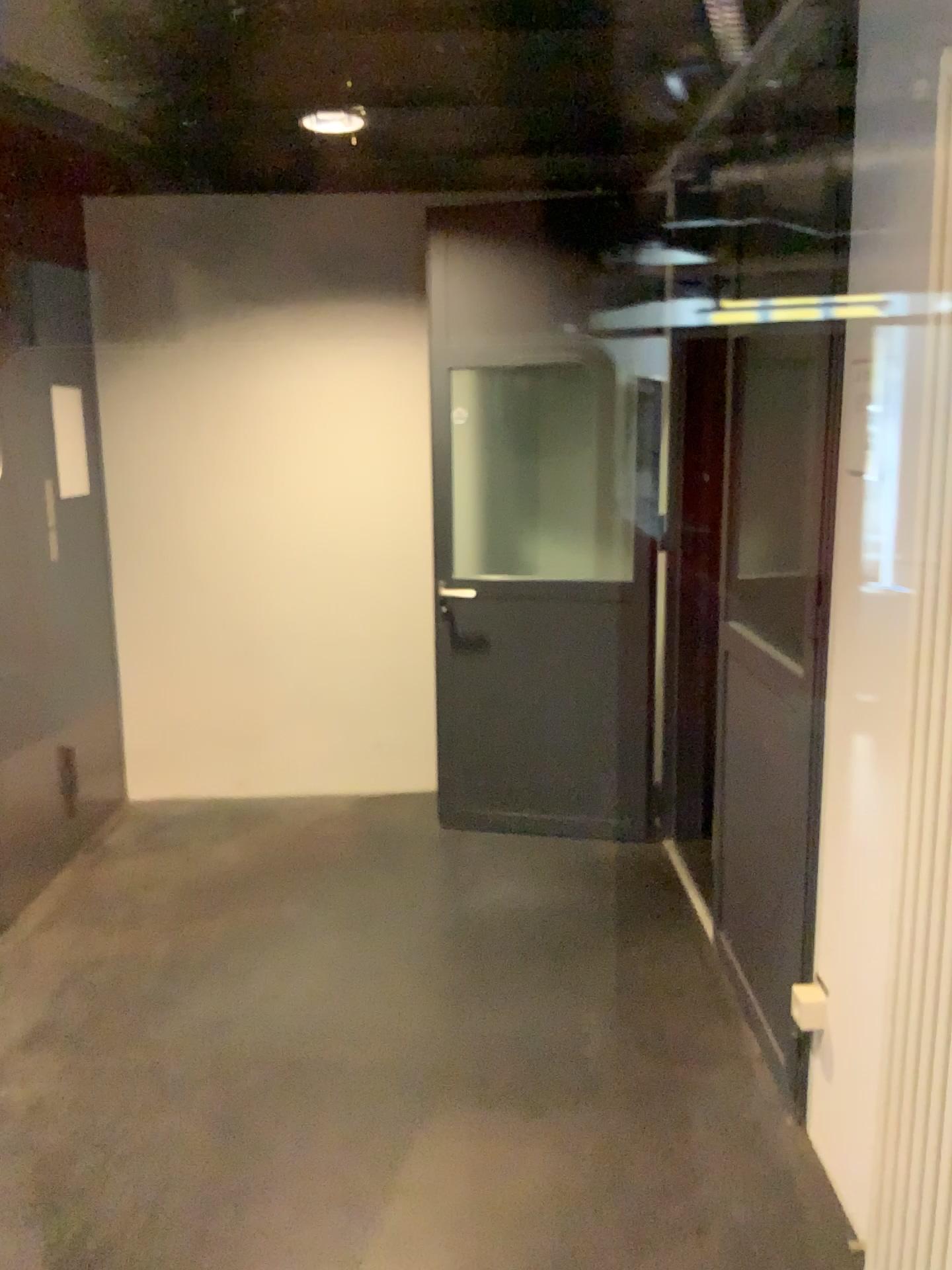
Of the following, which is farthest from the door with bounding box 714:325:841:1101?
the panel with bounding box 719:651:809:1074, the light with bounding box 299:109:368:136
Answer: the light with bounding box 299:109:368:136

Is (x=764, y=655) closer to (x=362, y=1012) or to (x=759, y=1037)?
(x=759, y=1037)

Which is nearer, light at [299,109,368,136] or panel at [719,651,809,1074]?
panel at [719,651,809,1074]

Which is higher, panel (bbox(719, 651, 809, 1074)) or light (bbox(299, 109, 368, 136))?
light (bbox(299, 109, 368, 136))

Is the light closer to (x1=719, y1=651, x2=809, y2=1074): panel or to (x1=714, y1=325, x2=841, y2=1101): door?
(x1=714, y1=325, x2=841, y2=1101): door

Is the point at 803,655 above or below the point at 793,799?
above

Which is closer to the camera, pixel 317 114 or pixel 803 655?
pixel 803 655

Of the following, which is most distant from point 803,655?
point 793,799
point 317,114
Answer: point 317,114
